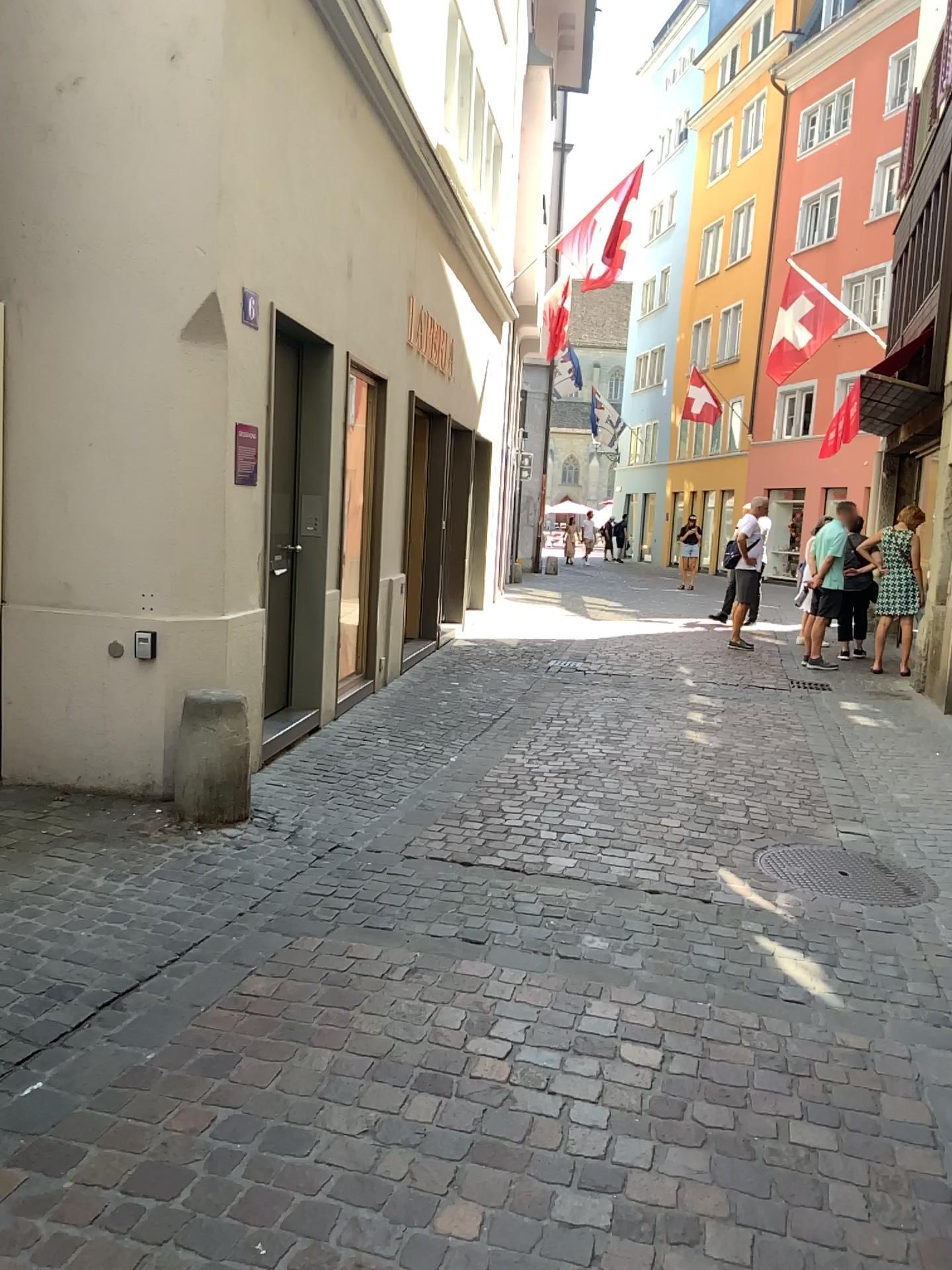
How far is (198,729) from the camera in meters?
4.4 m

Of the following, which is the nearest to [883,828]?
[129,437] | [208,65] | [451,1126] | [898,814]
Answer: [898,814]

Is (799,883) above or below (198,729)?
below

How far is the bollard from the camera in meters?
4.4 m
